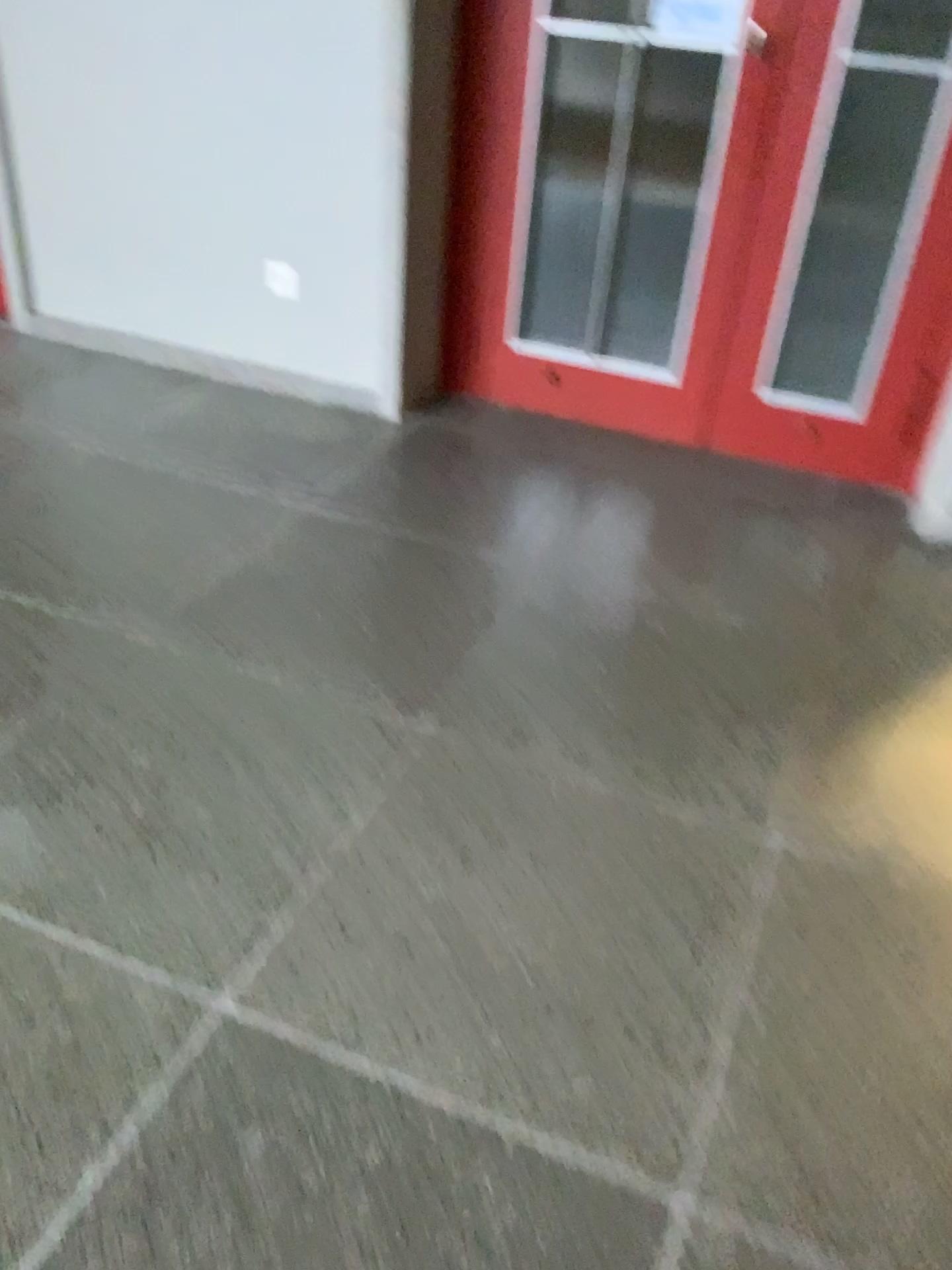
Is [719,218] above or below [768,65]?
below

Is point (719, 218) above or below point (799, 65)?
below

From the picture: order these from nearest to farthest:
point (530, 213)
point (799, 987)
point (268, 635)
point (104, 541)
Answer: point (799, 987) → point (268, 635) → point (104, 541) → point (530, 213)
